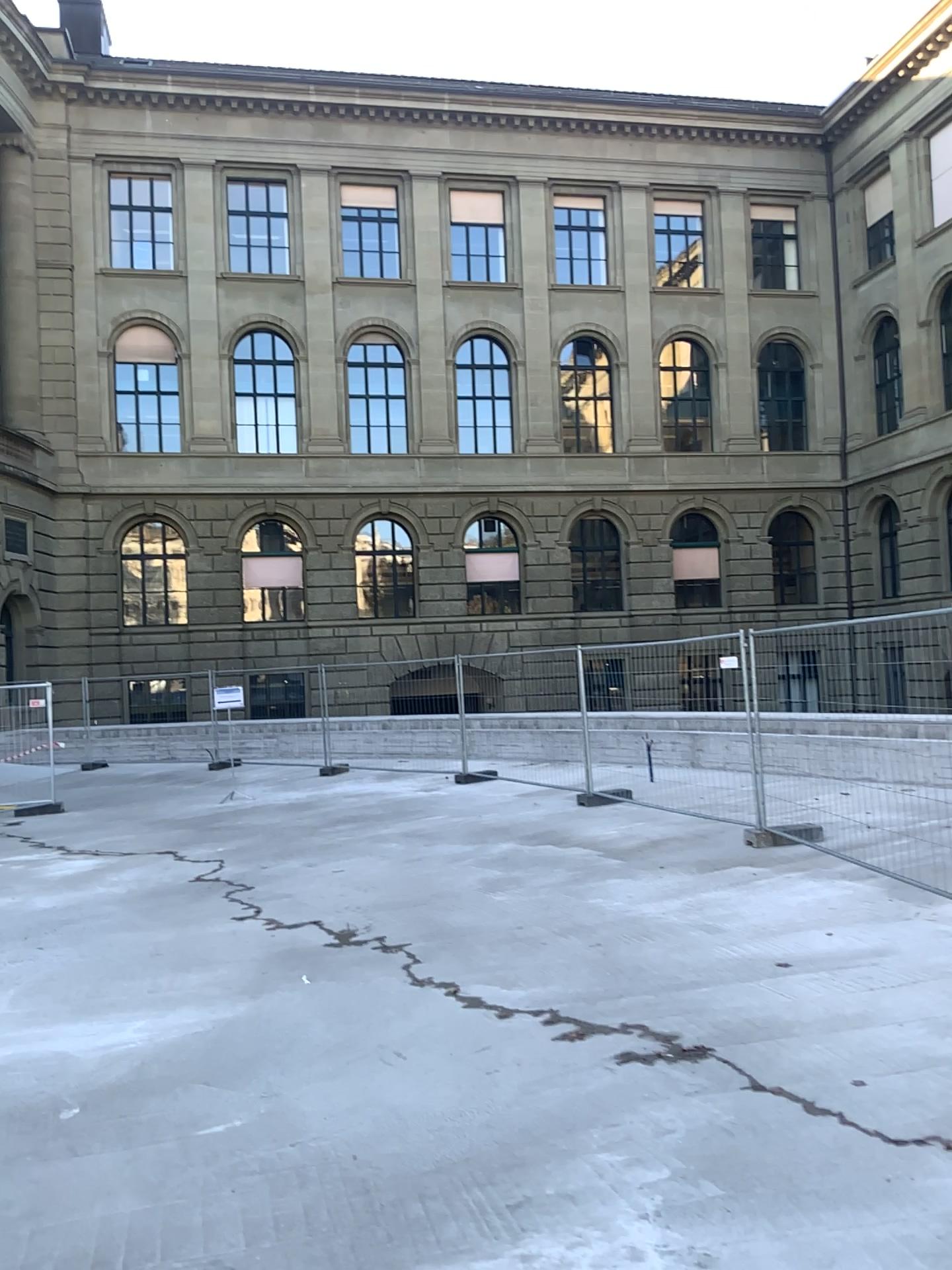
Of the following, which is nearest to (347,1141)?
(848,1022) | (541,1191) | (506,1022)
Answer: (541,1191)
